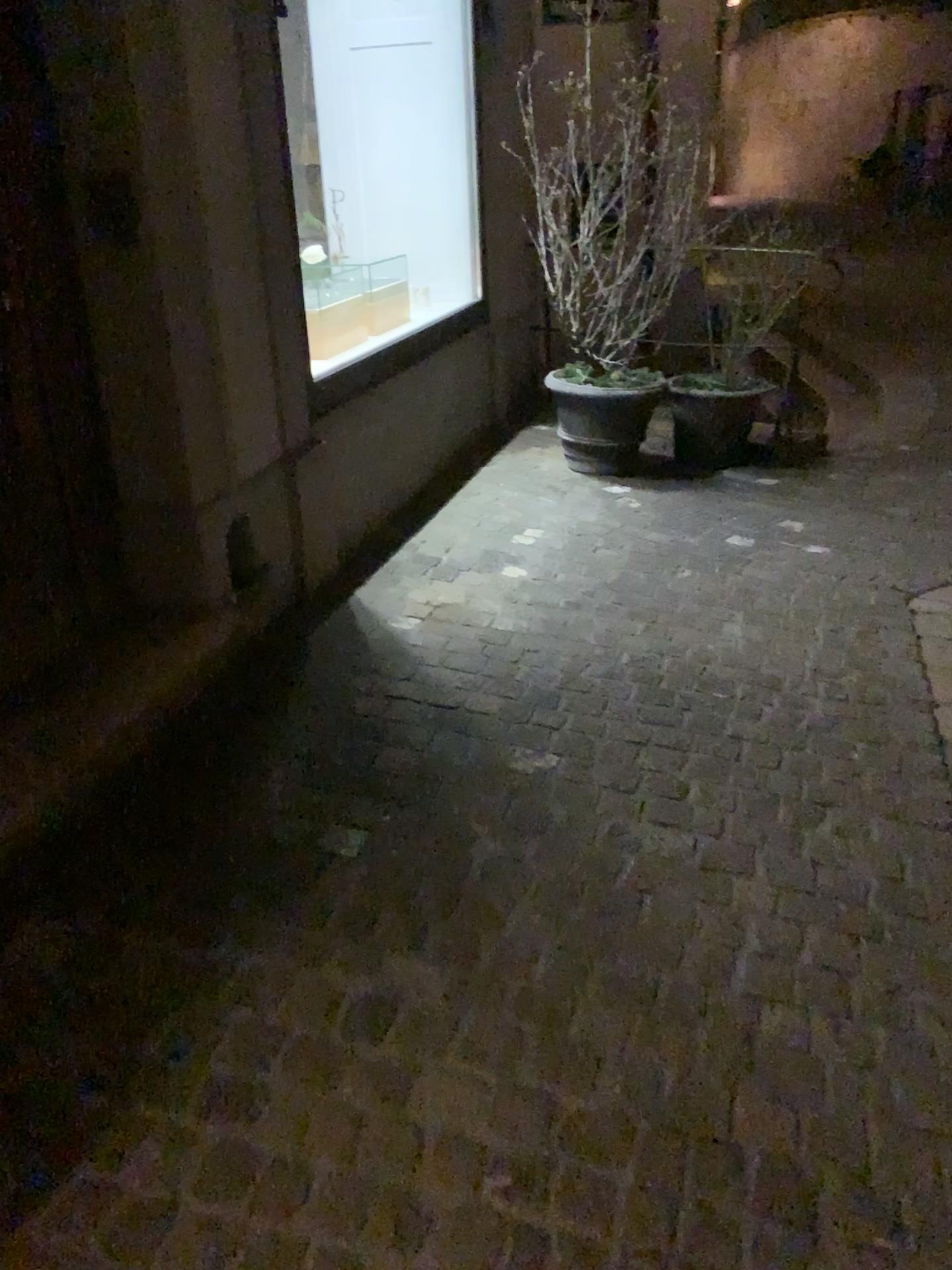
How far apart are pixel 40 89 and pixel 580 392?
2.8 meters

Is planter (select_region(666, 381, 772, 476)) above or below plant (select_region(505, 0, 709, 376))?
below

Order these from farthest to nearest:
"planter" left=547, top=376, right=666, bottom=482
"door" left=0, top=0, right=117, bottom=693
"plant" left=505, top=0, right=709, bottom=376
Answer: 1. "planter" left=547, top=376, right=666, bottom=482
2. "plant" left=505, top=0, right=709, bottom=376
3. "door" left=0, top=0, right=117, bottom=693

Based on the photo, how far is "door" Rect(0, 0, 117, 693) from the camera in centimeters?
231cm

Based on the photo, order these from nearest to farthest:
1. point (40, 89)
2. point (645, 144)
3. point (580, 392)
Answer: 1. point (40, 89)
2. point (645, 144)
3. point (580, 392)

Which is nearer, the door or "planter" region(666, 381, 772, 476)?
the door

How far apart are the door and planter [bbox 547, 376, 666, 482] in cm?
258

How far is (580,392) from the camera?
4.7m

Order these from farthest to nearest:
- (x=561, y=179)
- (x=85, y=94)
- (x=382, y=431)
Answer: (x=561, y=179), (x=382, y=431), (x=85, y=94)

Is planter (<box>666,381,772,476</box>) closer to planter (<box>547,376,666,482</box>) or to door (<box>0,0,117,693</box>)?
planter (<box>547,376,666,482</box>)
